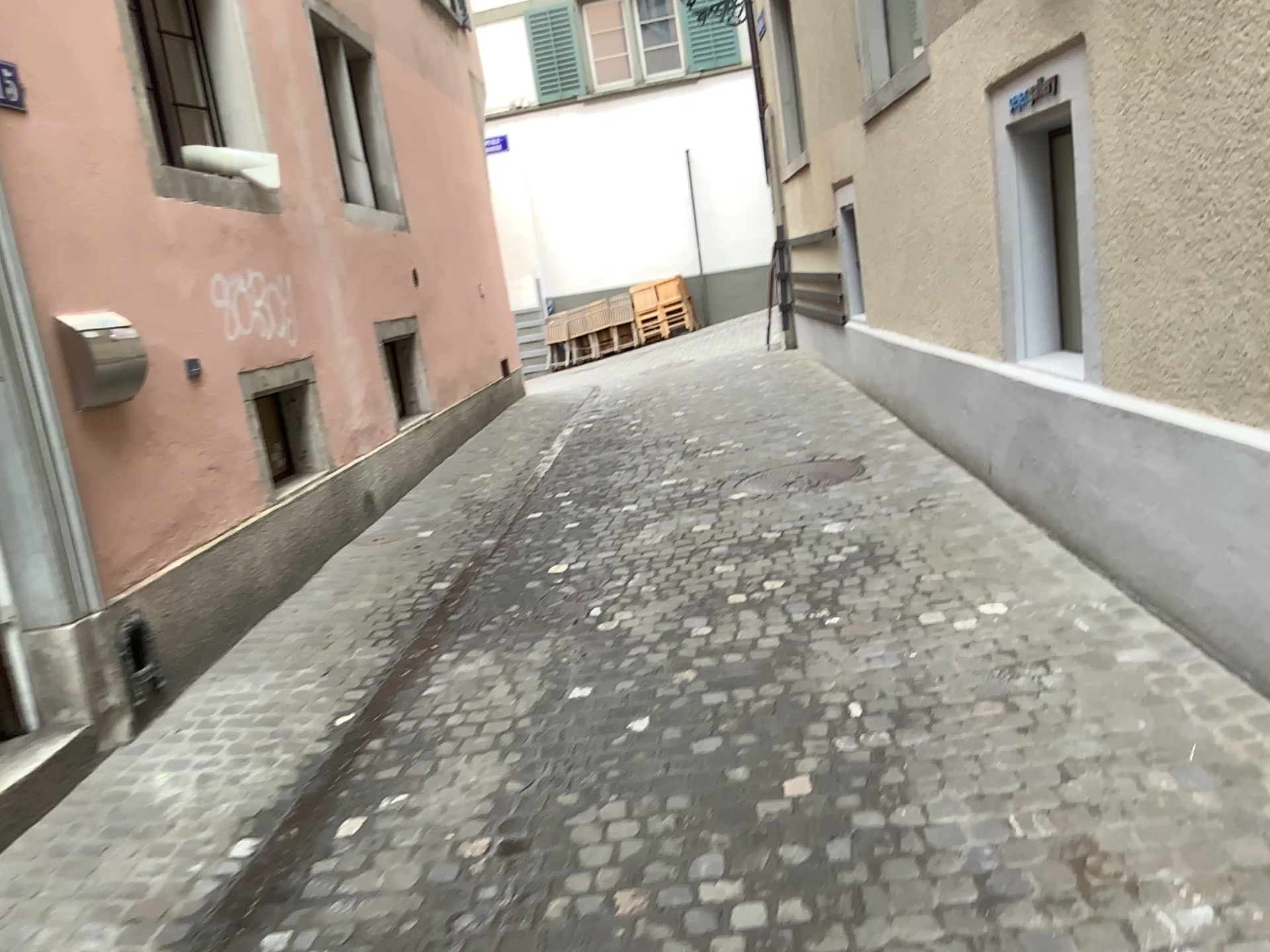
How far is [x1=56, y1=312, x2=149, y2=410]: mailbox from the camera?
3.7m

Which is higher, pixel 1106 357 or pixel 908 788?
pixel 1106 357

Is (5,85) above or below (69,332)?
above

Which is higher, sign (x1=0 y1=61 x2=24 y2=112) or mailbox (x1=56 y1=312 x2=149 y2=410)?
sign (x1=0 y1=61 x2=24 y2=112)

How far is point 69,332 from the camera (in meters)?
3.67
